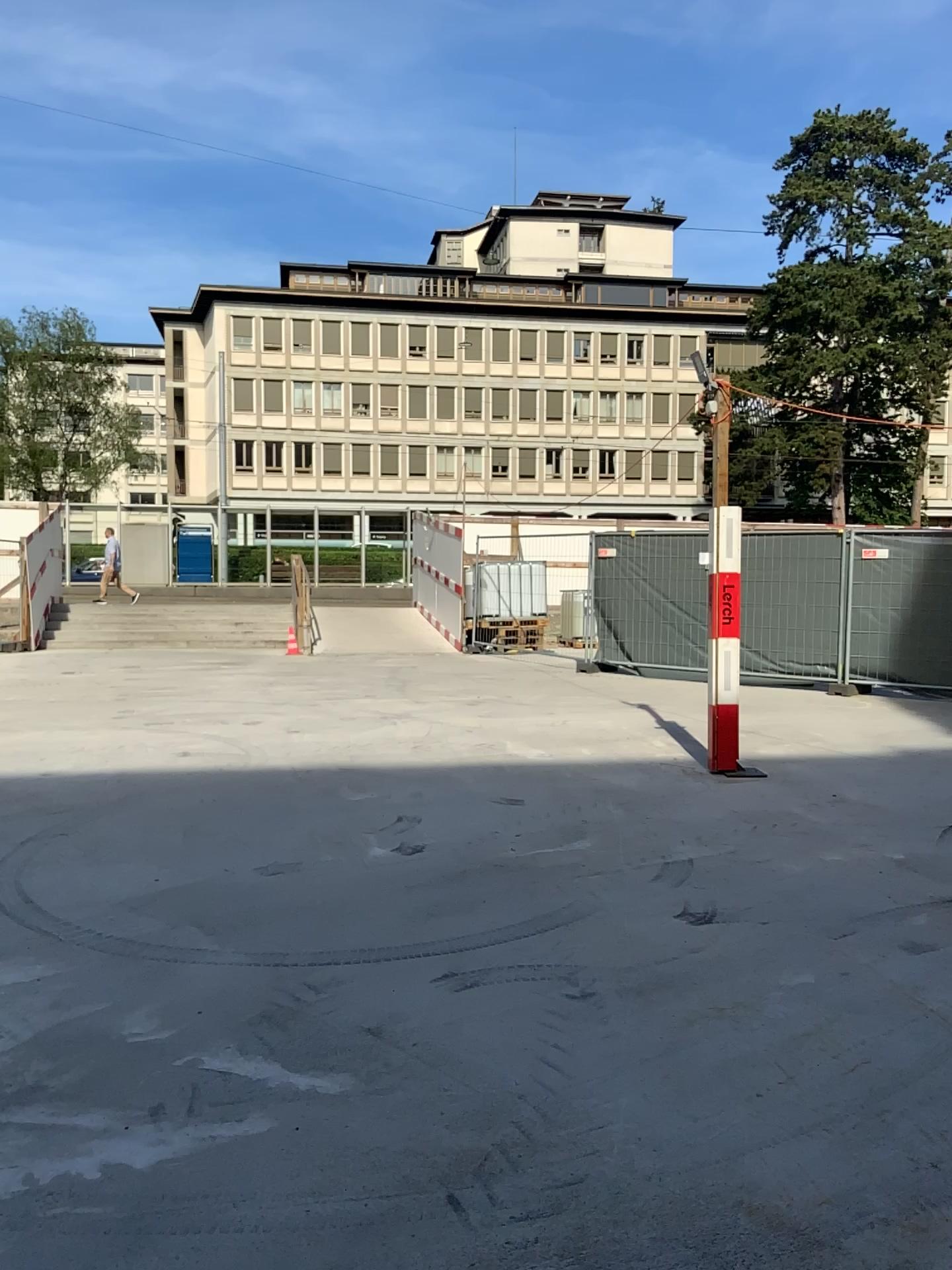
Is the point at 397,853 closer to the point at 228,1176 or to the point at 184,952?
the point at 184,952
